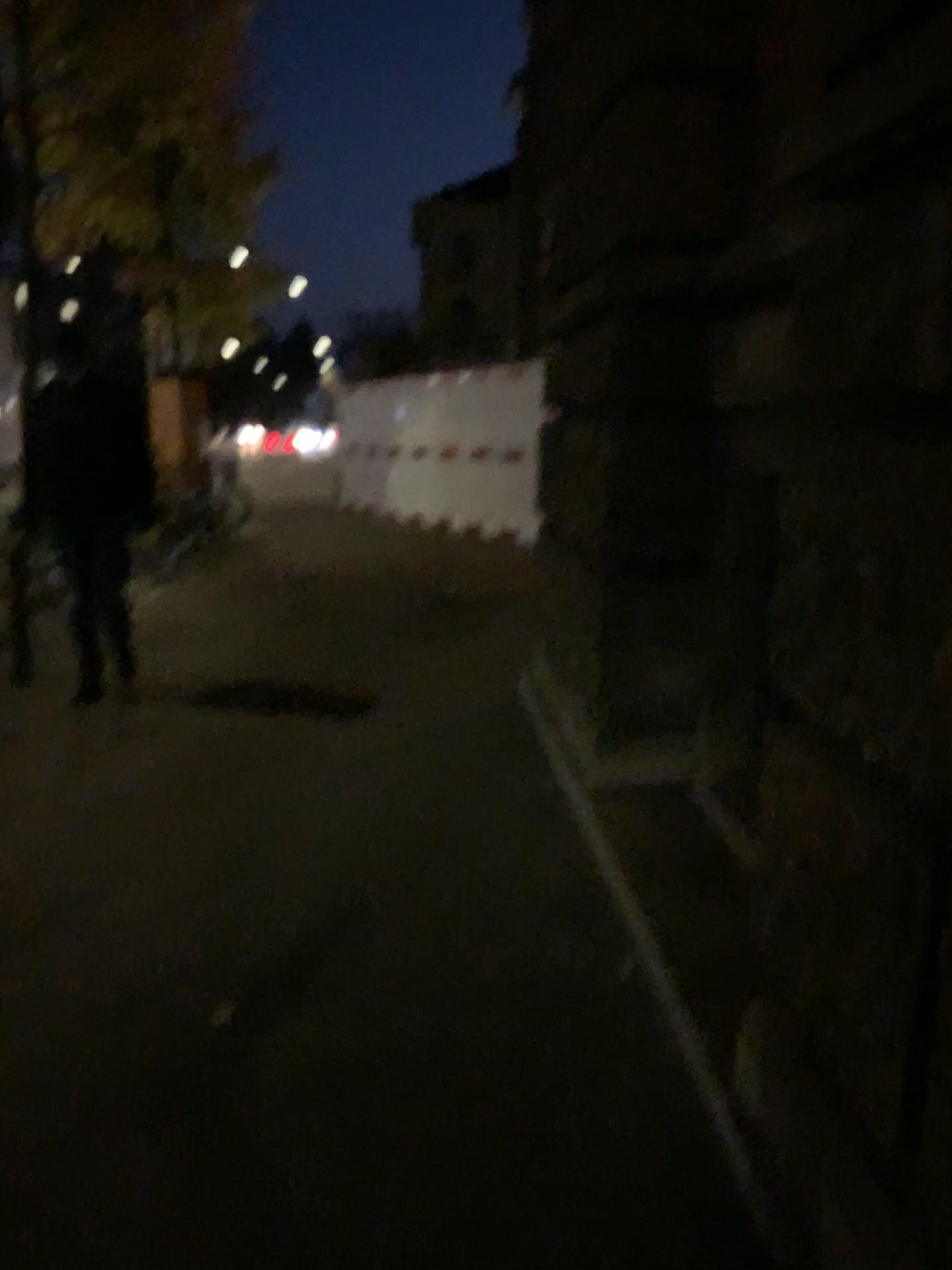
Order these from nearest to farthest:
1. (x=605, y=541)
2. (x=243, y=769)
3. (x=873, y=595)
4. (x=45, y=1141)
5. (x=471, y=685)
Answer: (x=873, y=595) → (x=45, y=1141) → (x=605, y=541) → (x=243, y=769) → (x=471, y=685)
